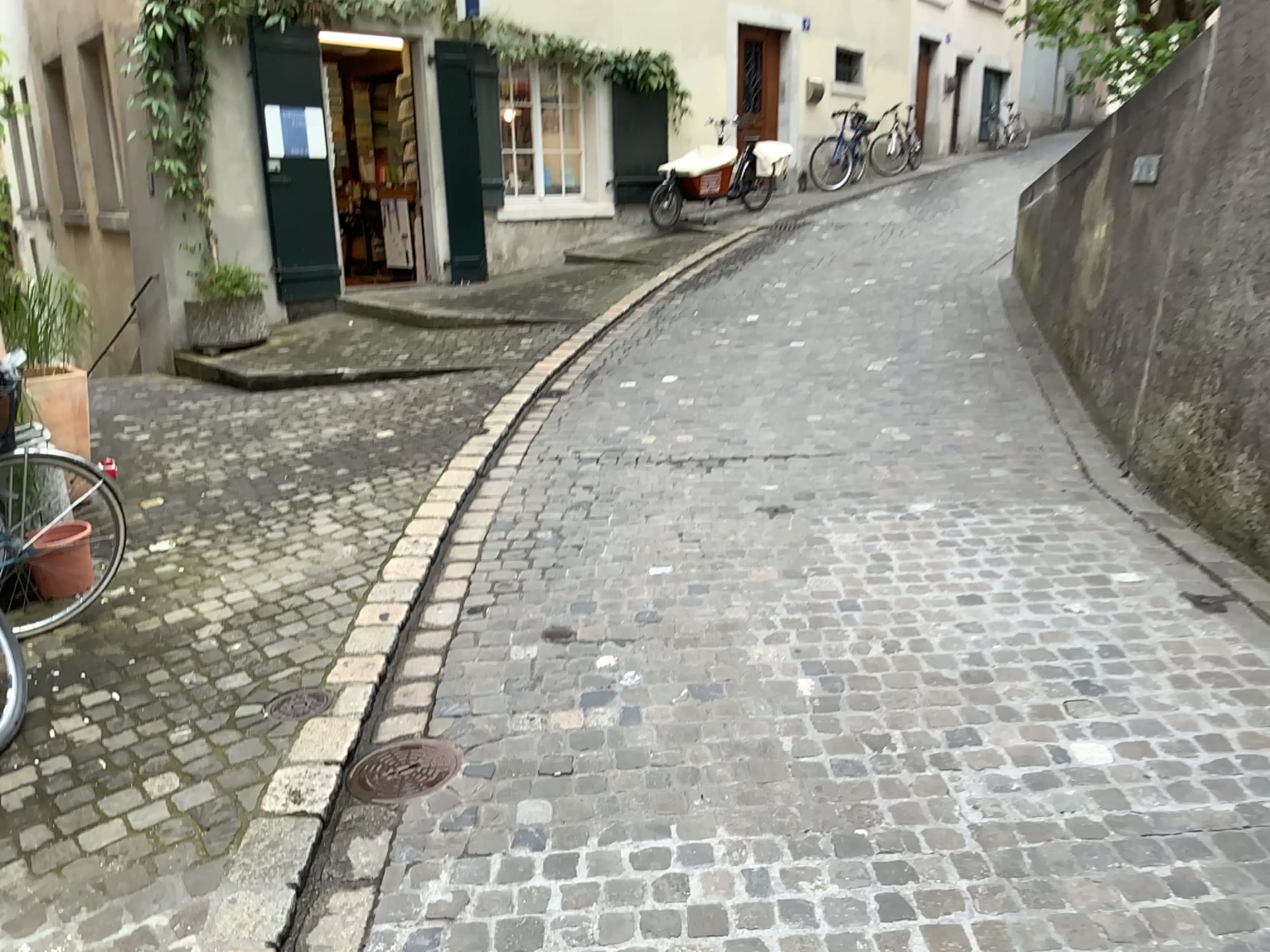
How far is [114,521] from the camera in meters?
4.7

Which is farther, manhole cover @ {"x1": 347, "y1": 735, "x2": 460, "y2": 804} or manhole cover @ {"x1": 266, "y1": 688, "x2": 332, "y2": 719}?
manhole cover @ {"x1": 266, "y1": 688, "x2": 332, "y2": 719}

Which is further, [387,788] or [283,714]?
[283,714]

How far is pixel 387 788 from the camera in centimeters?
274cm

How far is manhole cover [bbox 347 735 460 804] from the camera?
2.74m
